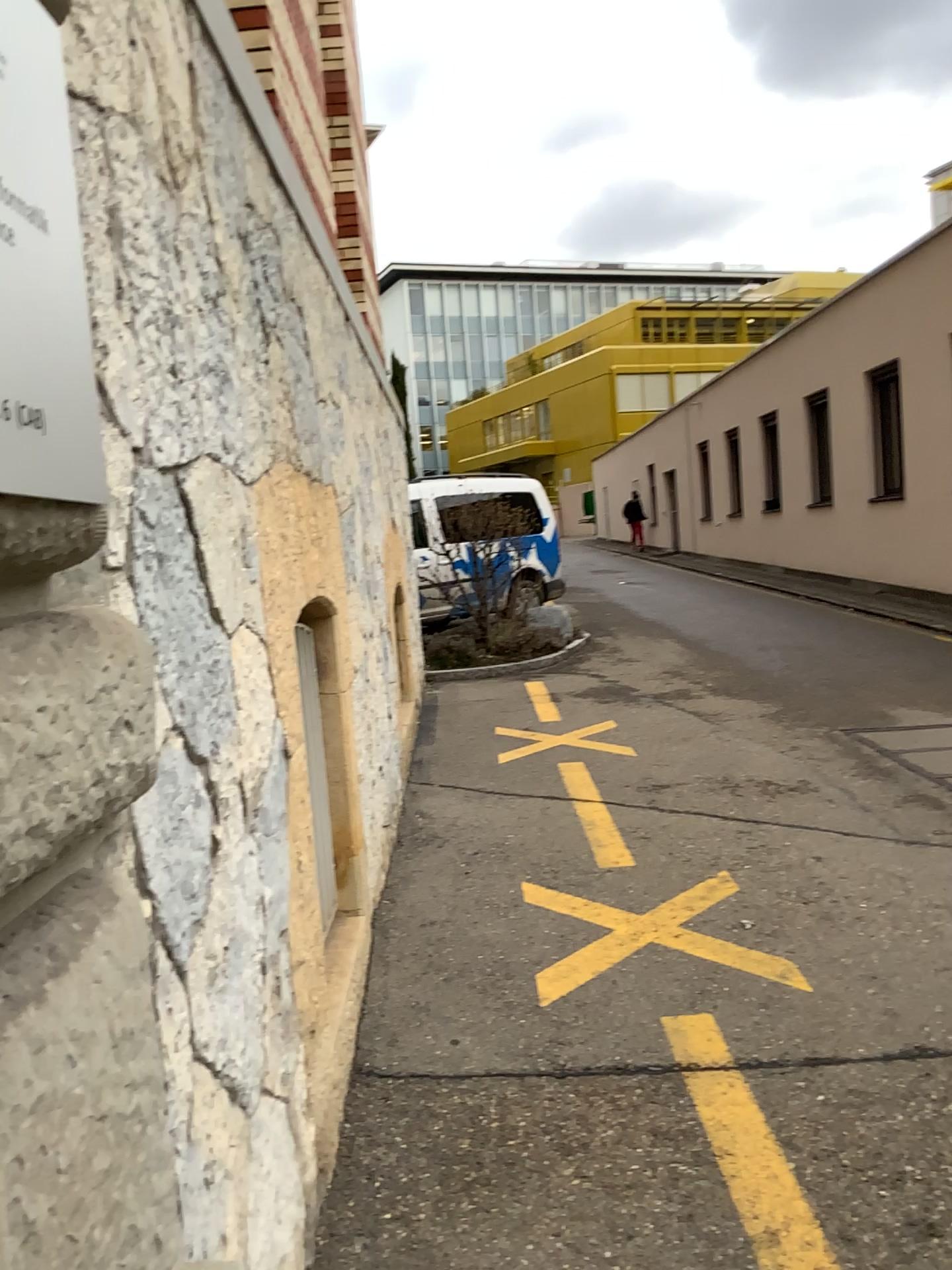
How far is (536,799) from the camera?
5.2 meters

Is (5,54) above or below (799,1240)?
above

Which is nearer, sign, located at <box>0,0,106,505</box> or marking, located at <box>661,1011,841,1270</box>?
sign, located at <box>0,0,106,505</box>

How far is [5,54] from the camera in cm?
76

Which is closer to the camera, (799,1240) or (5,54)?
(5,54)

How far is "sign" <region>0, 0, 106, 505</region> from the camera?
0.8 meters

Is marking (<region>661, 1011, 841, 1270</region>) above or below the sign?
below
